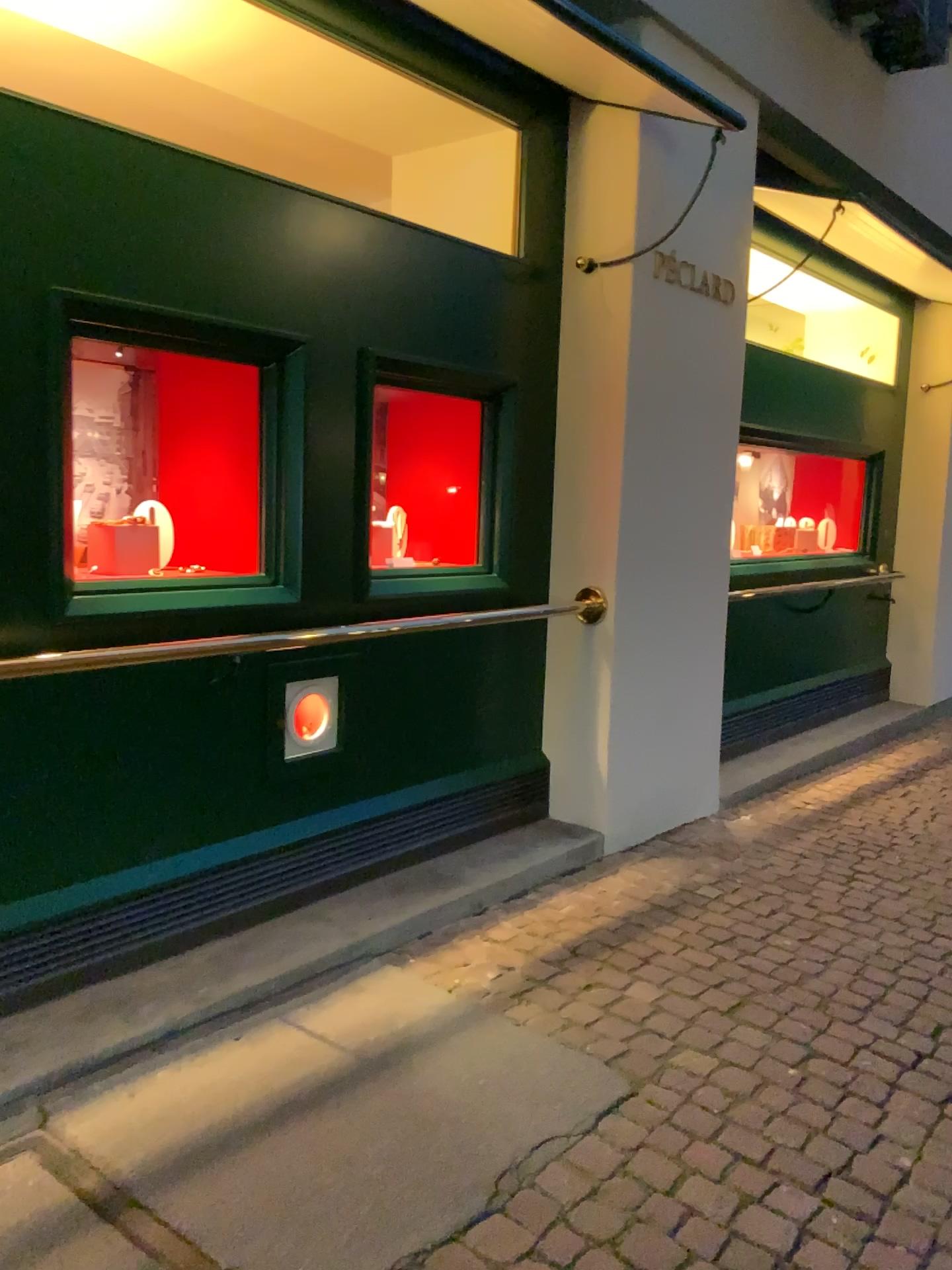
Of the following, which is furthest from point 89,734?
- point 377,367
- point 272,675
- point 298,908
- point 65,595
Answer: point 377,367

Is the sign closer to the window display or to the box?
the window display

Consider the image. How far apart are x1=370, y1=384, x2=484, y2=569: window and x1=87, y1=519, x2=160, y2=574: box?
1.0 meters

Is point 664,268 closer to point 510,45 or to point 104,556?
point 510,45

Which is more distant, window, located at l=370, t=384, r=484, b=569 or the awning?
window, located at l=370, t=384, r=484, b=569

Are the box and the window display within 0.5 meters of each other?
yes

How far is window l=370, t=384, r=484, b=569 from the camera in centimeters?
399cm

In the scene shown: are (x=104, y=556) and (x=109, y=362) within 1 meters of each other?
yes

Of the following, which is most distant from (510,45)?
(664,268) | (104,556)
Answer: (104,556)

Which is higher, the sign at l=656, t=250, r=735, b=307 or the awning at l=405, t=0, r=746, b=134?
the awning at l=405, t=0, r=746, b=134
